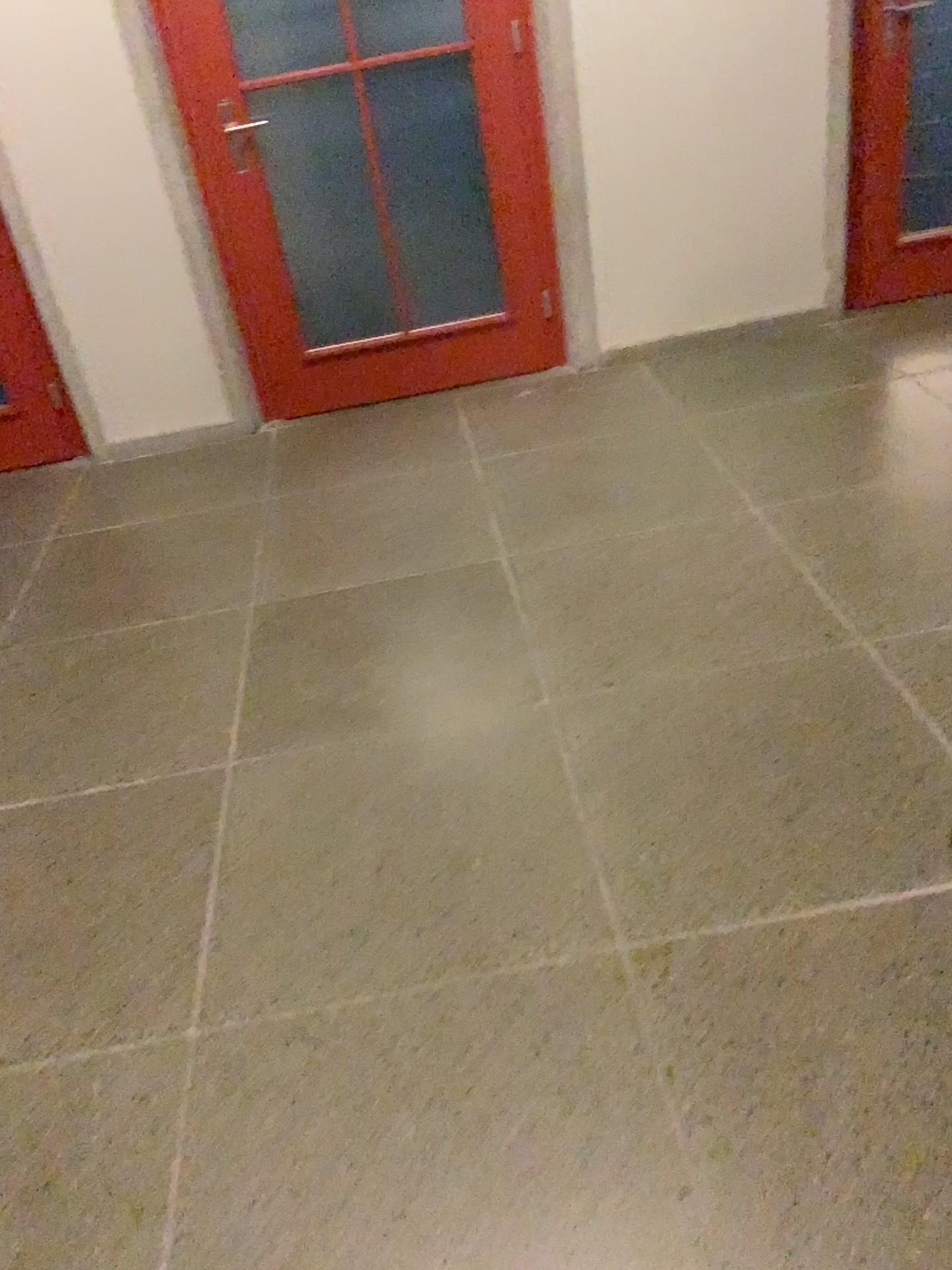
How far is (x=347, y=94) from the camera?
3.49m

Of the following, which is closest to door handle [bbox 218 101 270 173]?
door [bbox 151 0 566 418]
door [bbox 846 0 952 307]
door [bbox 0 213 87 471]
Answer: door [bbox 151 0 566 418]

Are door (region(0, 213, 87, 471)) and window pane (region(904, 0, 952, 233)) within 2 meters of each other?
Answer: no

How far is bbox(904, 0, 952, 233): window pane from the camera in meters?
3.6 m

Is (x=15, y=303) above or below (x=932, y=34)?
below

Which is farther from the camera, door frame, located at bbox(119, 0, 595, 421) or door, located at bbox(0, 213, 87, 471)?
door, located at bbox(0, 213, 87, 471)

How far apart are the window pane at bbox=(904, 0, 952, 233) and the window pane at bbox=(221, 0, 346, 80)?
1.94m

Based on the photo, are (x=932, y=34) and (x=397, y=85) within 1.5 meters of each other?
no

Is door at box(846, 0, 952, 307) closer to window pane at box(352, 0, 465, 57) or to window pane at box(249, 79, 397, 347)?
window pane at box(352, 0, 465, 57)

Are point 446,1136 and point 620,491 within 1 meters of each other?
no
